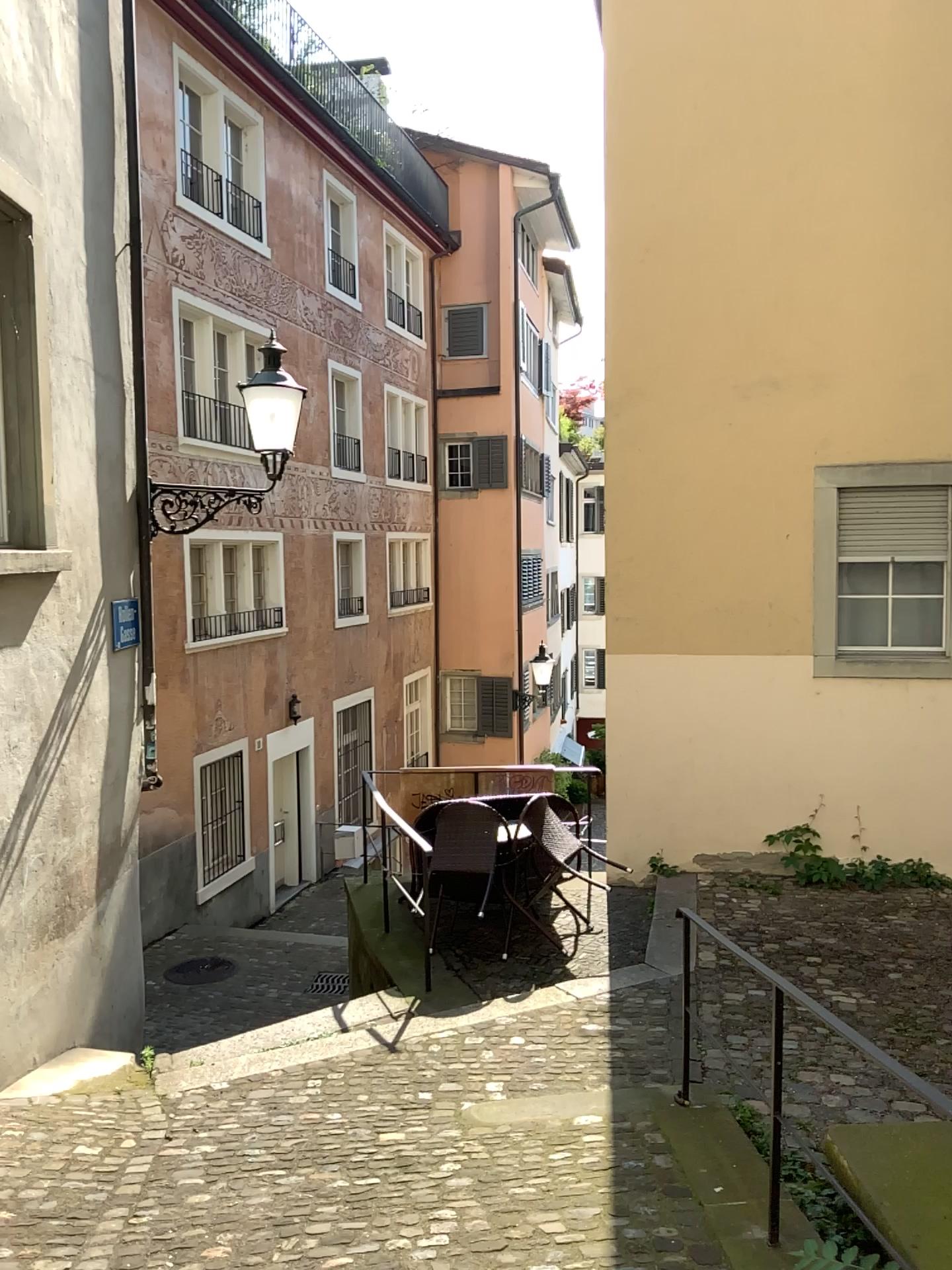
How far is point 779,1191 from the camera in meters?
3.2
